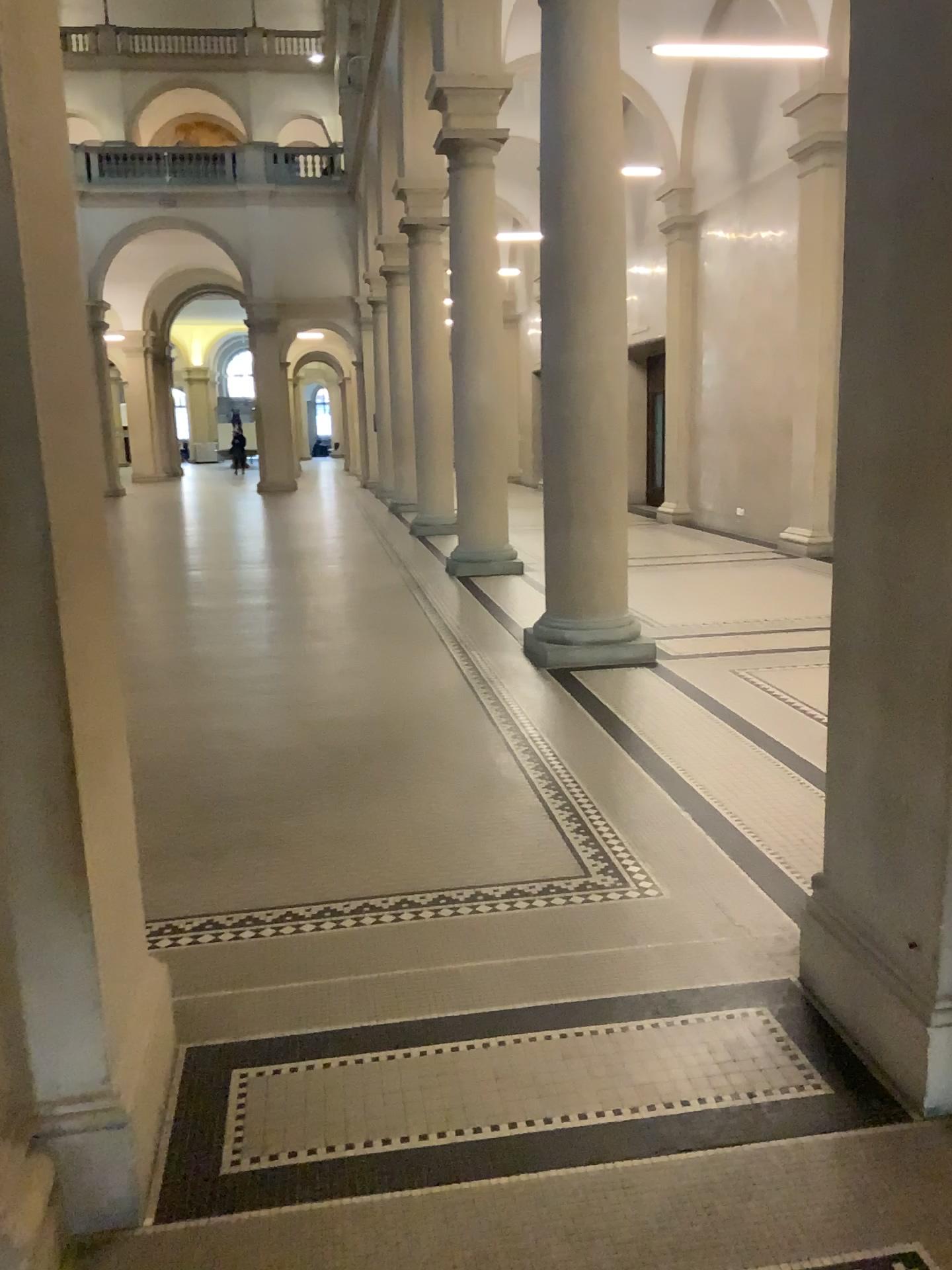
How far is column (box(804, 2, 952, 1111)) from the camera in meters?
2.2 m

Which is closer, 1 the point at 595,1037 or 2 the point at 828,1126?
2 the point at 828,1126

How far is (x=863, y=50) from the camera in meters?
2.2
